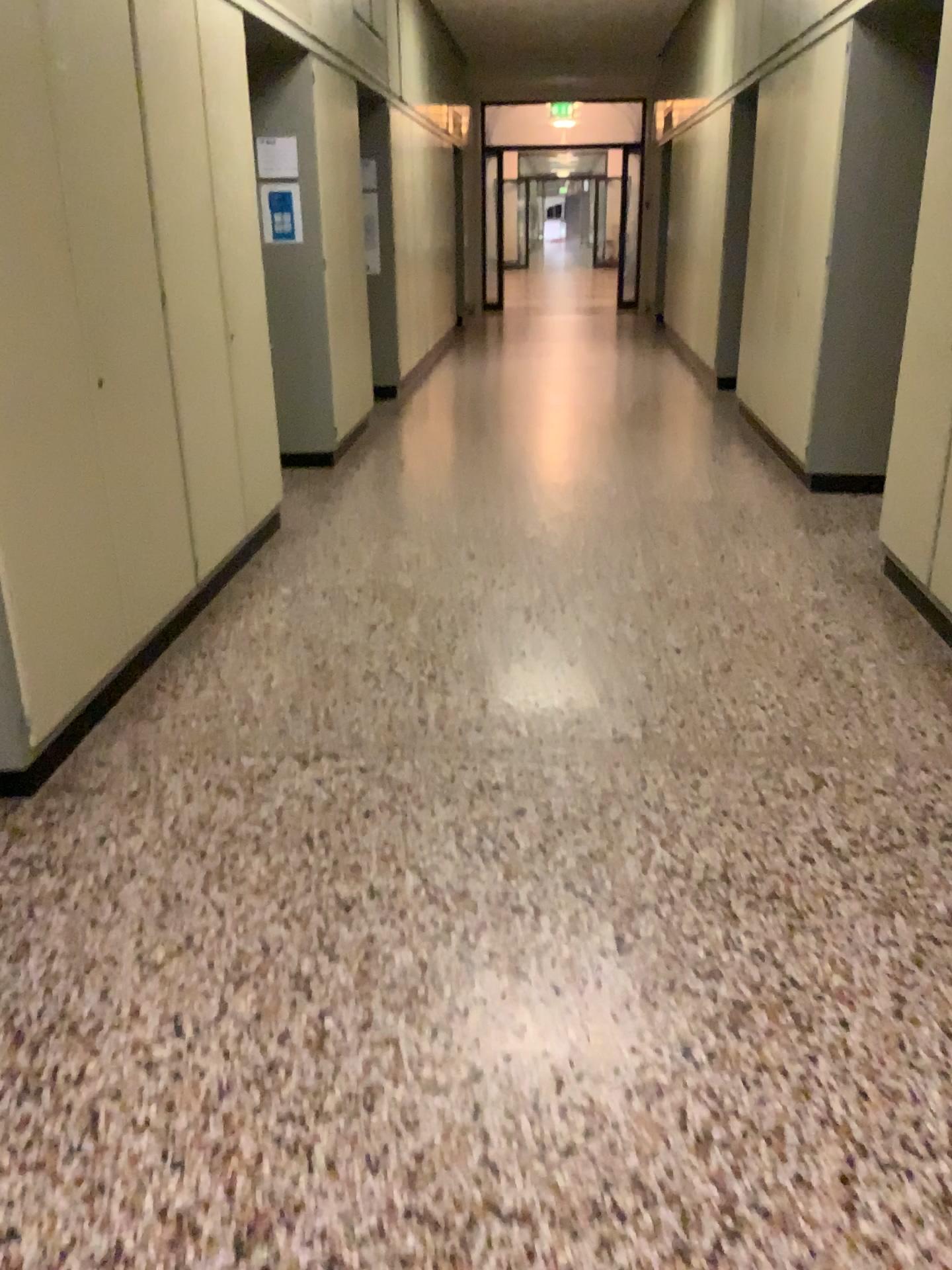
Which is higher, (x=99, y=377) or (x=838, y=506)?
(x=99, y=377)
